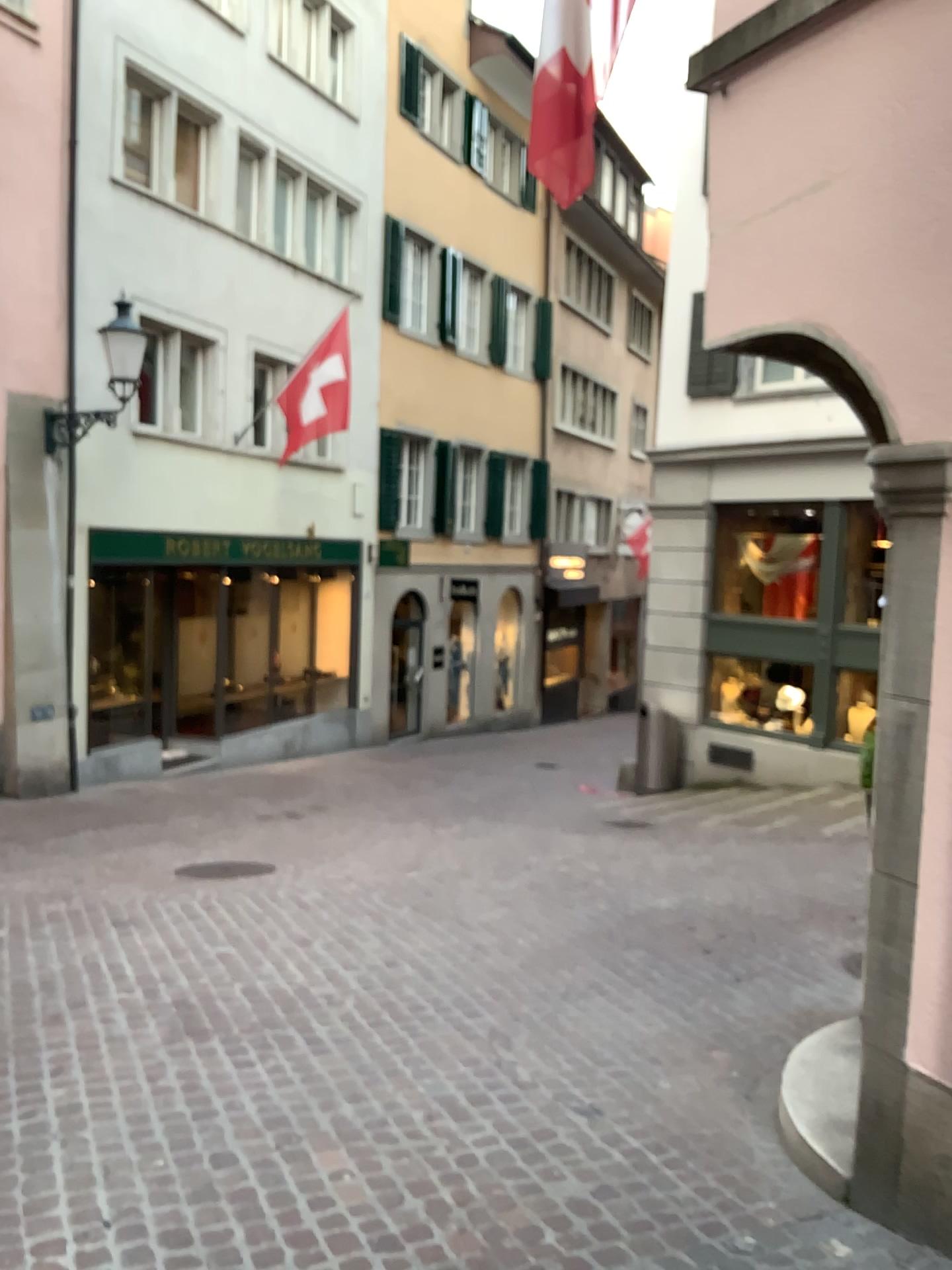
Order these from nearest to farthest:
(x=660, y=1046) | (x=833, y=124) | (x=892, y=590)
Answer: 1. (x=892, y=590)
2. (x=833, y=124)
3. (x=660, y=1046)
